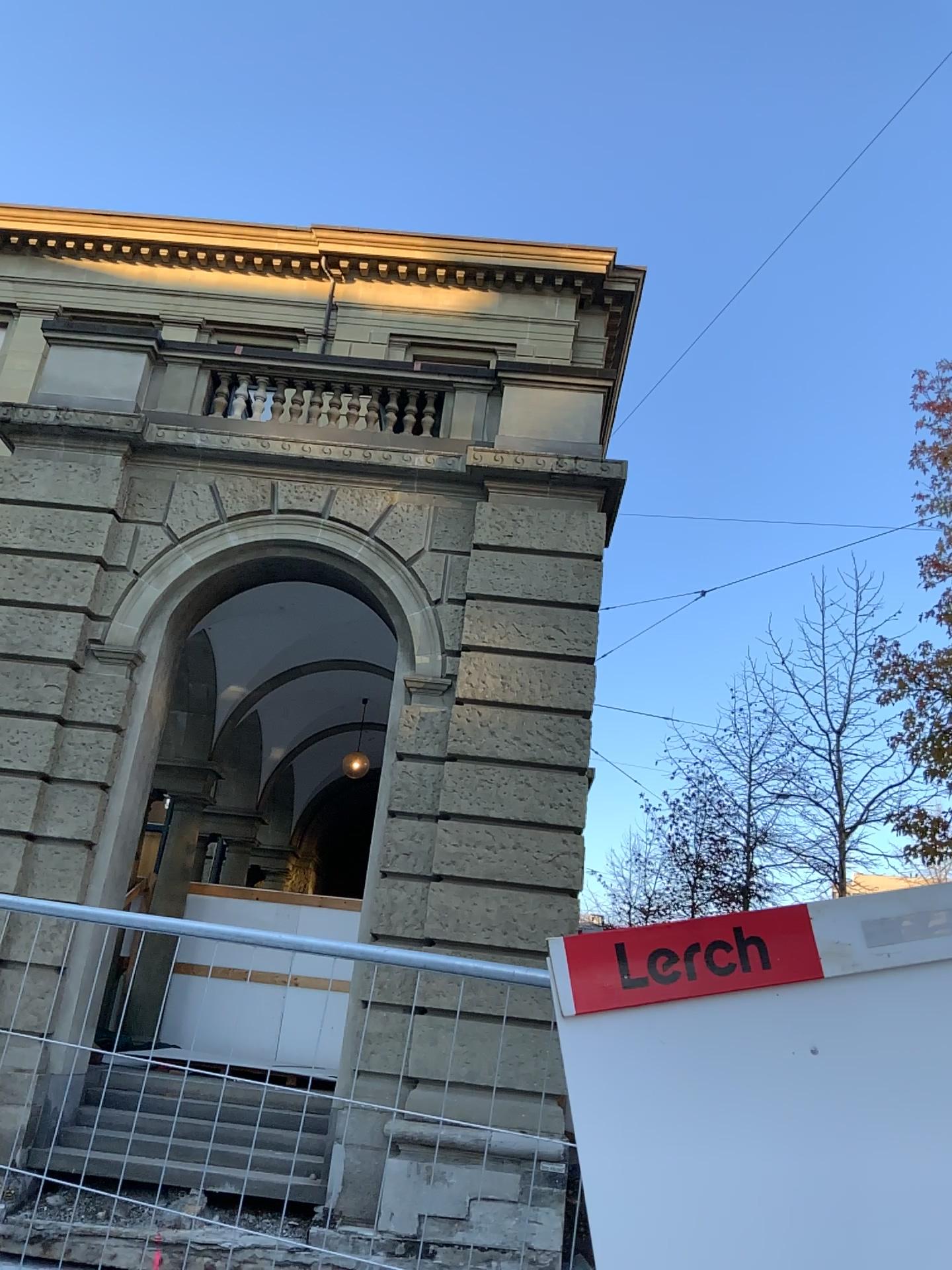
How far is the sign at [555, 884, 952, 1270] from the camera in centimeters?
194cm

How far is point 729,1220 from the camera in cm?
194

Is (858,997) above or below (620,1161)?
above
